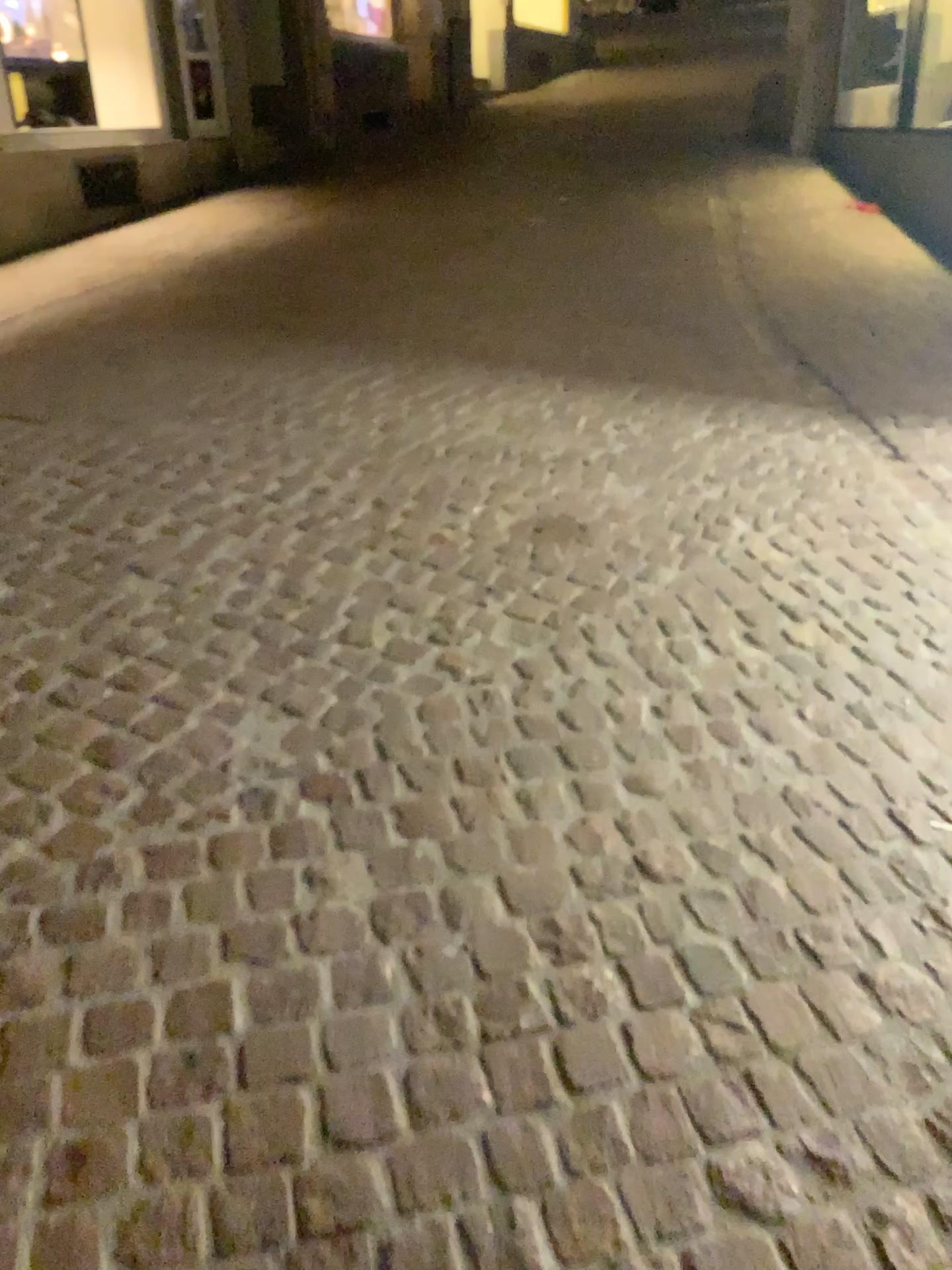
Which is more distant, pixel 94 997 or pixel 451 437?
pixel 451 437
